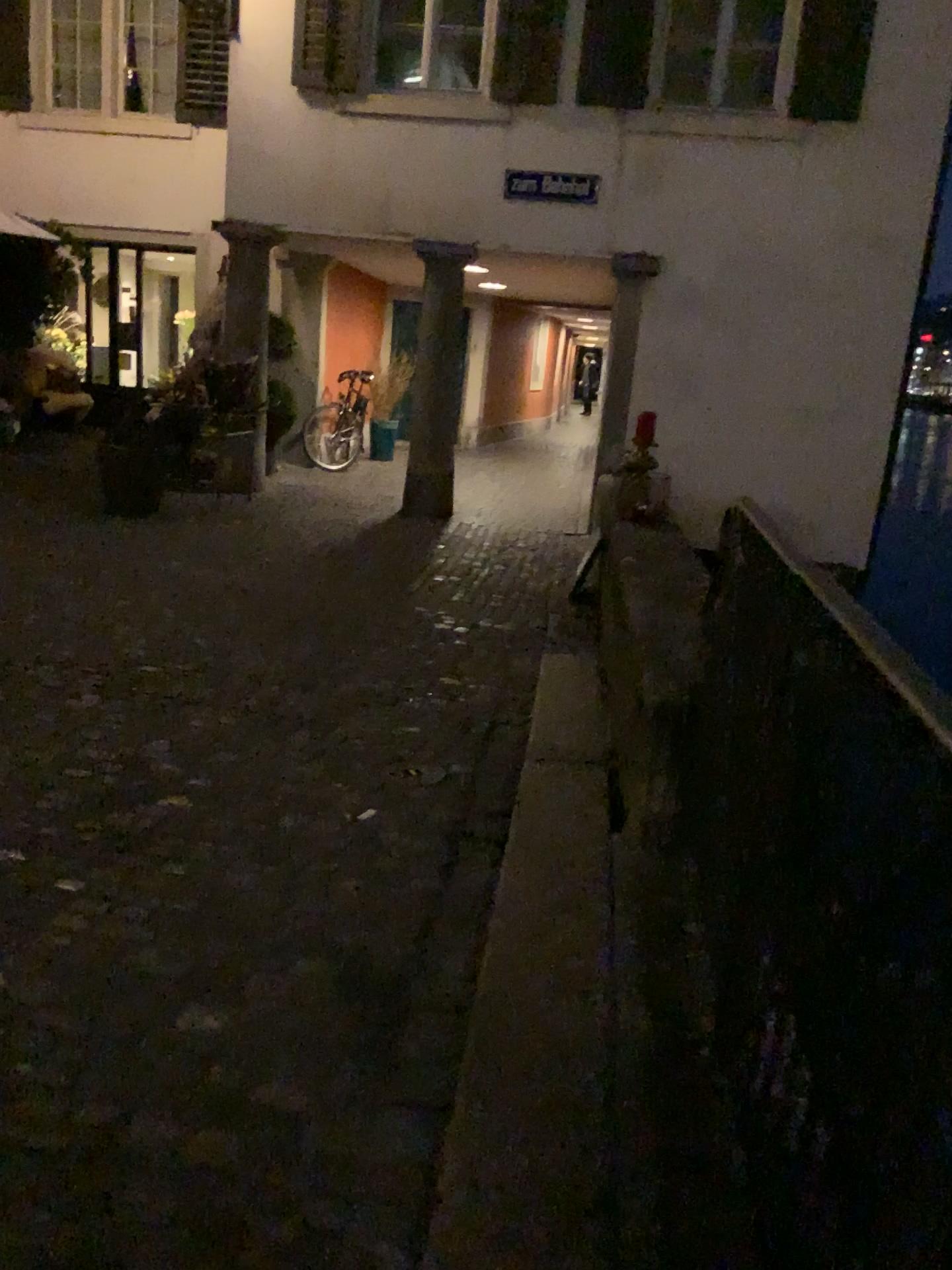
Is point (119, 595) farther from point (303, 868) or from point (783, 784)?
point (783, 784)
